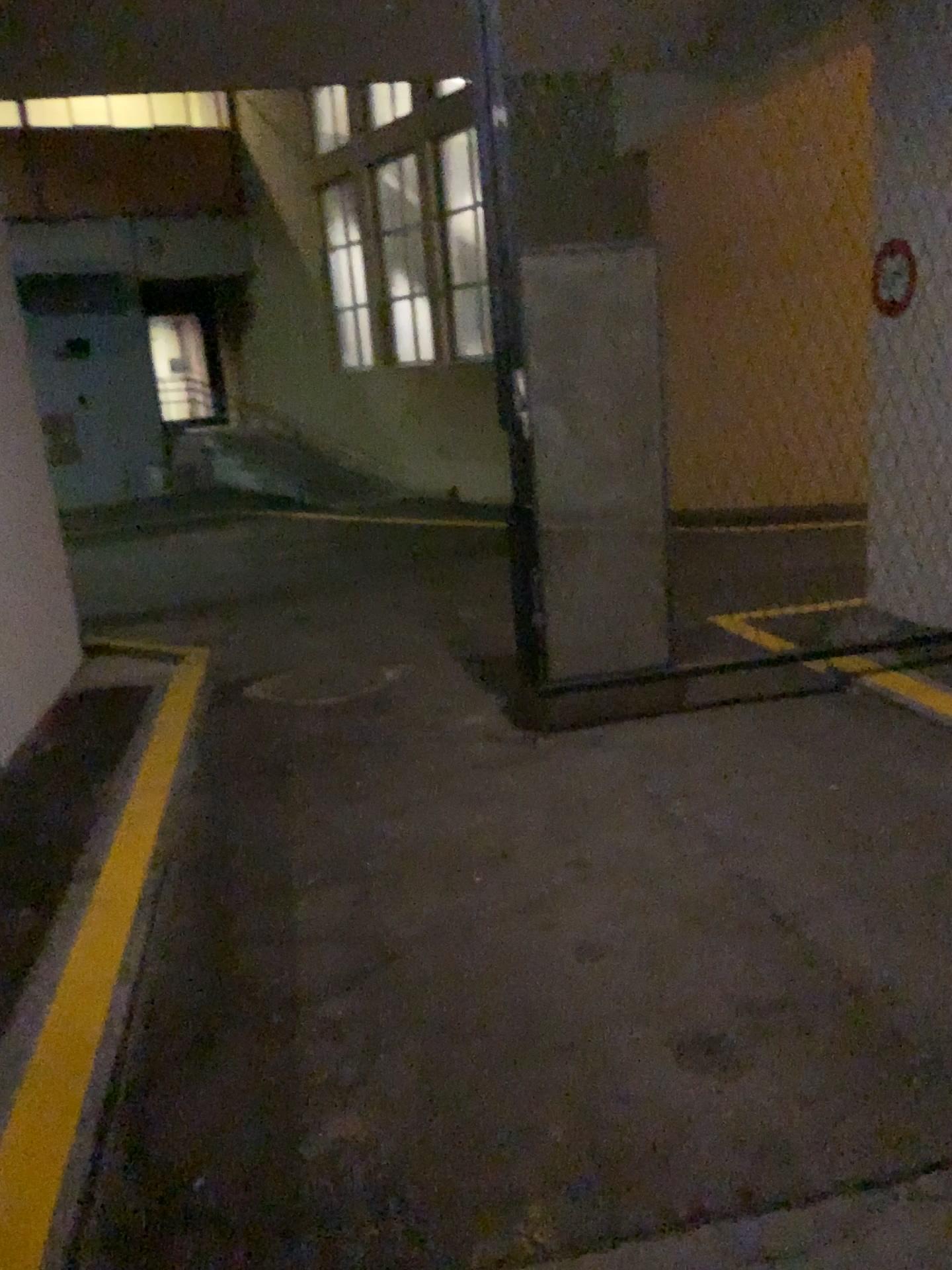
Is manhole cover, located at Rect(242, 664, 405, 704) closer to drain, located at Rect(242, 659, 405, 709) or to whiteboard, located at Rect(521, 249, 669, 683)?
drain, located at Rect(242, 659, 405, 709)

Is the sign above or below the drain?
above

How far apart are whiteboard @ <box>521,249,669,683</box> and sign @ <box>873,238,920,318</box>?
1.00m

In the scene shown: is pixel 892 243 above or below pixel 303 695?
above

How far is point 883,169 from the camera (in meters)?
4.43

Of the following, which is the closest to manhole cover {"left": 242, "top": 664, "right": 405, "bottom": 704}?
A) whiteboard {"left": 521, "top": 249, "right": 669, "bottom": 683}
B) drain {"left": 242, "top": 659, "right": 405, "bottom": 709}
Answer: drain {"left": 242, "top": 659, "right": 405, "bottom": 709}

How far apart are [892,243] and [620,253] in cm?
119

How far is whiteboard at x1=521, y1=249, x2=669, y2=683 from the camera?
4.3 meters

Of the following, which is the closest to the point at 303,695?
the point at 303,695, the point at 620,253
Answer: the point at 303,695

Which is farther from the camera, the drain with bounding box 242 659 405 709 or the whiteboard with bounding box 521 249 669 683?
the drain with bounding box 242 659 405 709
